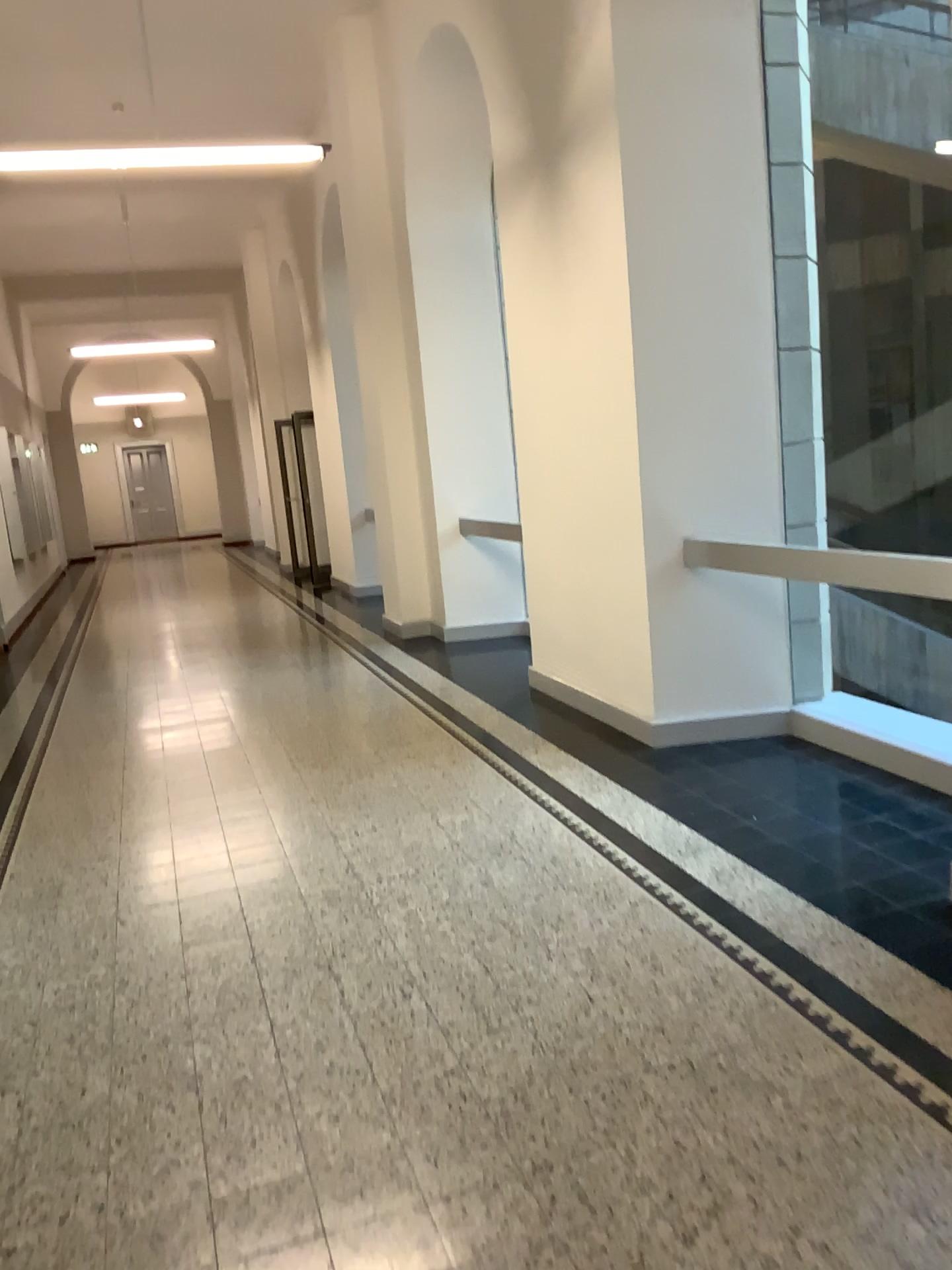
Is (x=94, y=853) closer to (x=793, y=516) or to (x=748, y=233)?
(x=793, y=516)
